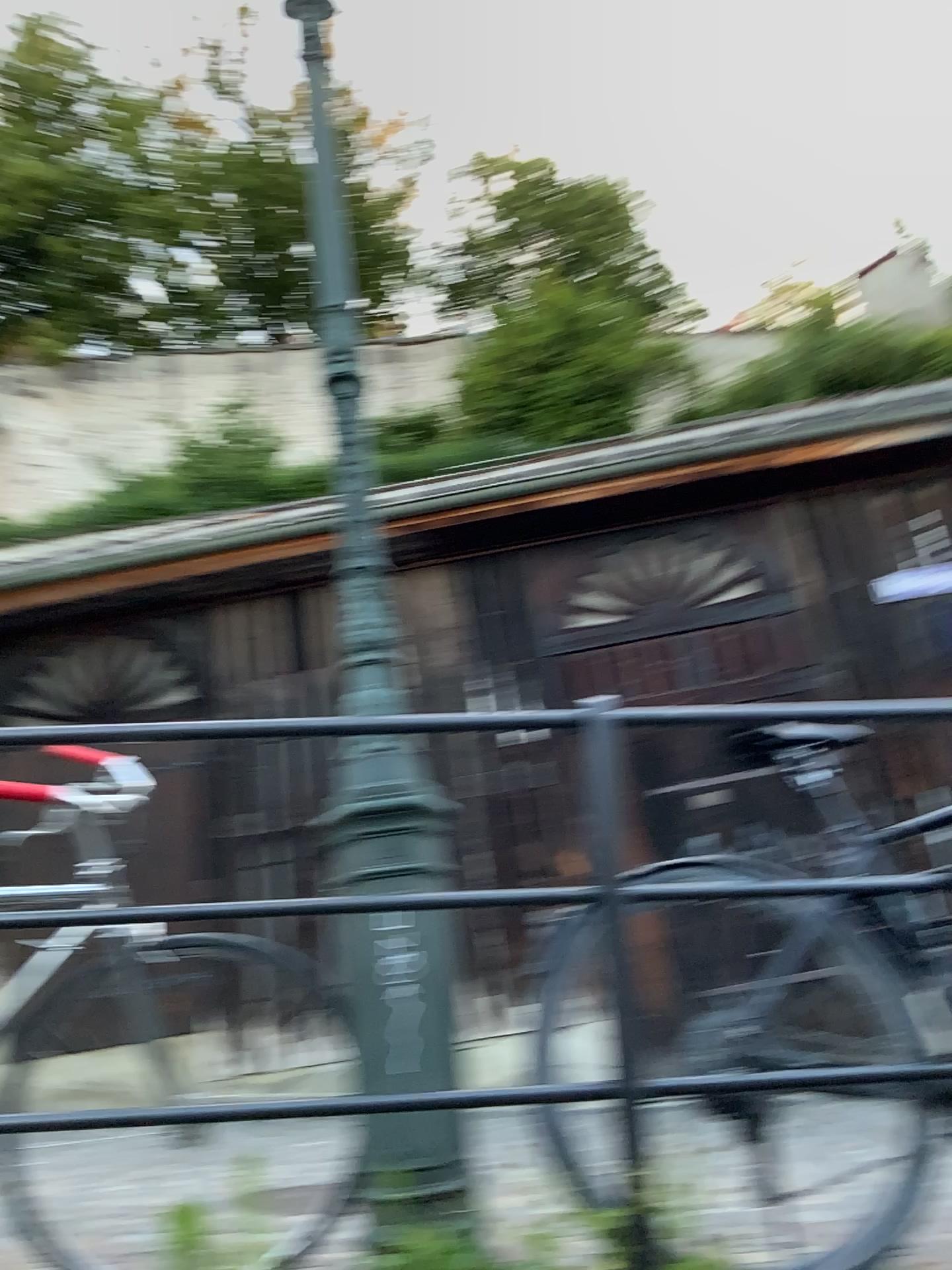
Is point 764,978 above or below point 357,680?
below
